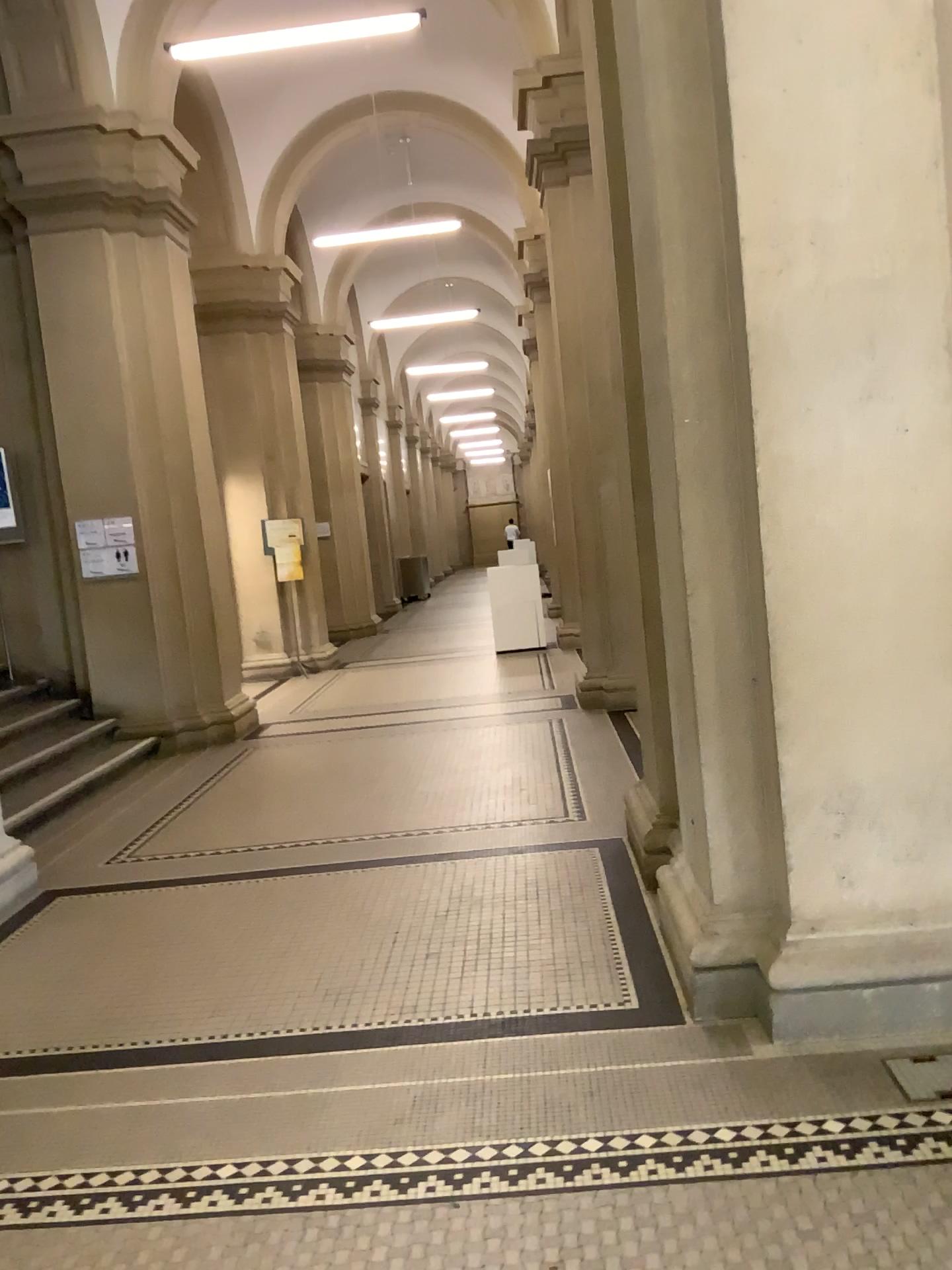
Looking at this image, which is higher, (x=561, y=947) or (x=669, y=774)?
(x=669, y=774)
